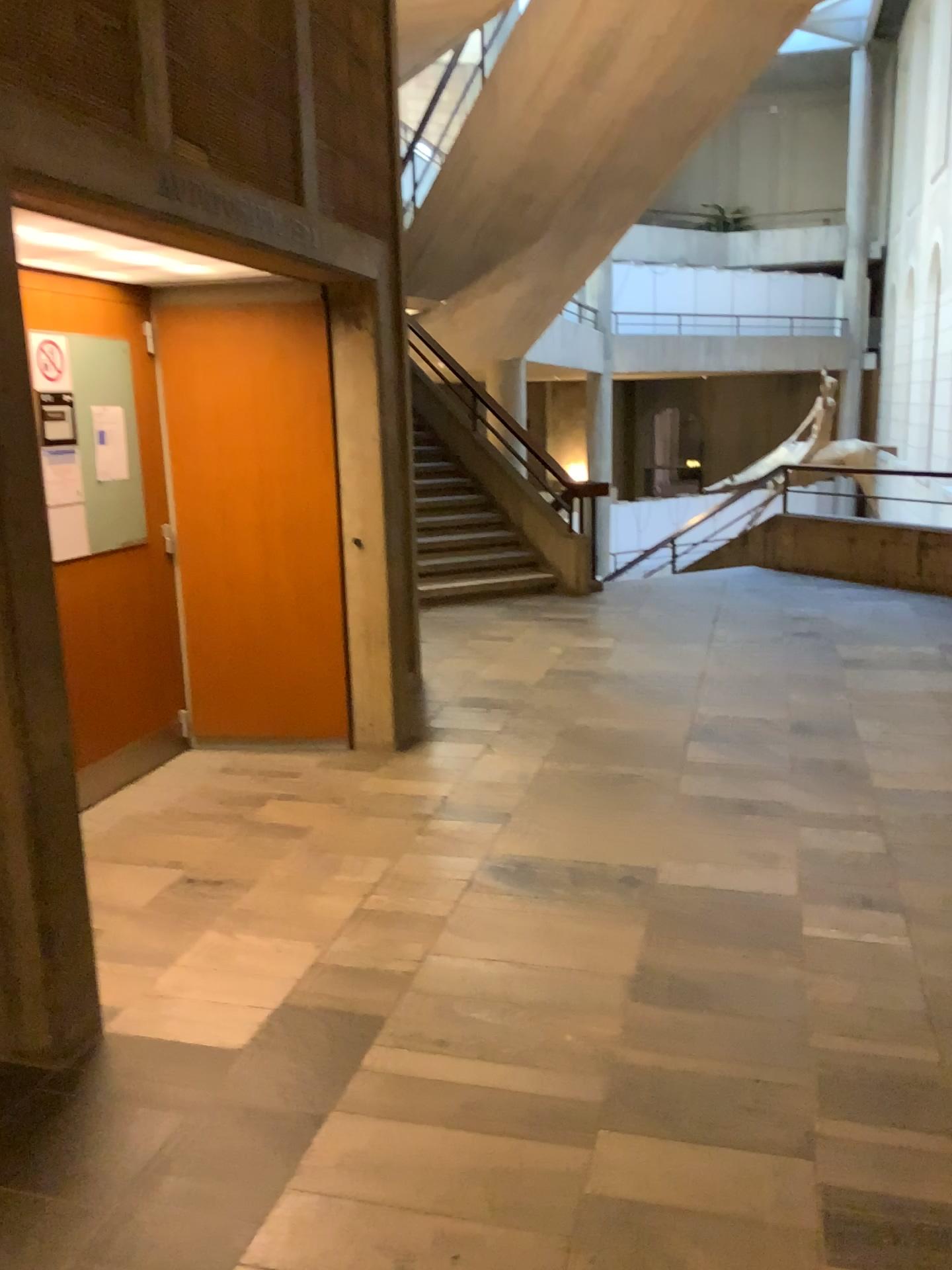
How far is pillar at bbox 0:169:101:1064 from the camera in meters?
2.4

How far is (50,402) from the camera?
4.0m

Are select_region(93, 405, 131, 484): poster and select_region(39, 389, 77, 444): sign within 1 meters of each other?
yes

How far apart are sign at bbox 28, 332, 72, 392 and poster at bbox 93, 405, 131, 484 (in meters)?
0.26

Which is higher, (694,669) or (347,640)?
(347,640)

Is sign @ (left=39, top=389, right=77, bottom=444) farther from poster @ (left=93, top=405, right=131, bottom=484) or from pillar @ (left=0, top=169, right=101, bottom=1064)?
pillar @ (left=0, top=169, right=101, bottom=1064)

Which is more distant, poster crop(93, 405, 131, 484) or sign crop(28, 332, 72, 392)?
poster crop(93, 405, 131, 484)

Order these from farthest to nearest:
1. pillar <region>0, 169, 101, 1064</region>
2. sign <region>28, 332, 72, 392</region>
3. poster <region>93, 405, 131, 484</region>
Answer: poster <region>93, 405, 131, 484</region> < sign <region>28, 332, 72, 392</region> < pillar <region>0, 169, 101, 1064</region>

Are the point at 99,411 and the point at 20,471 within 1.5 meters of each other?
no

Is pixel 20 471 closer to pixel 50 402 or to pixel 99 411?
pixel 50 402
